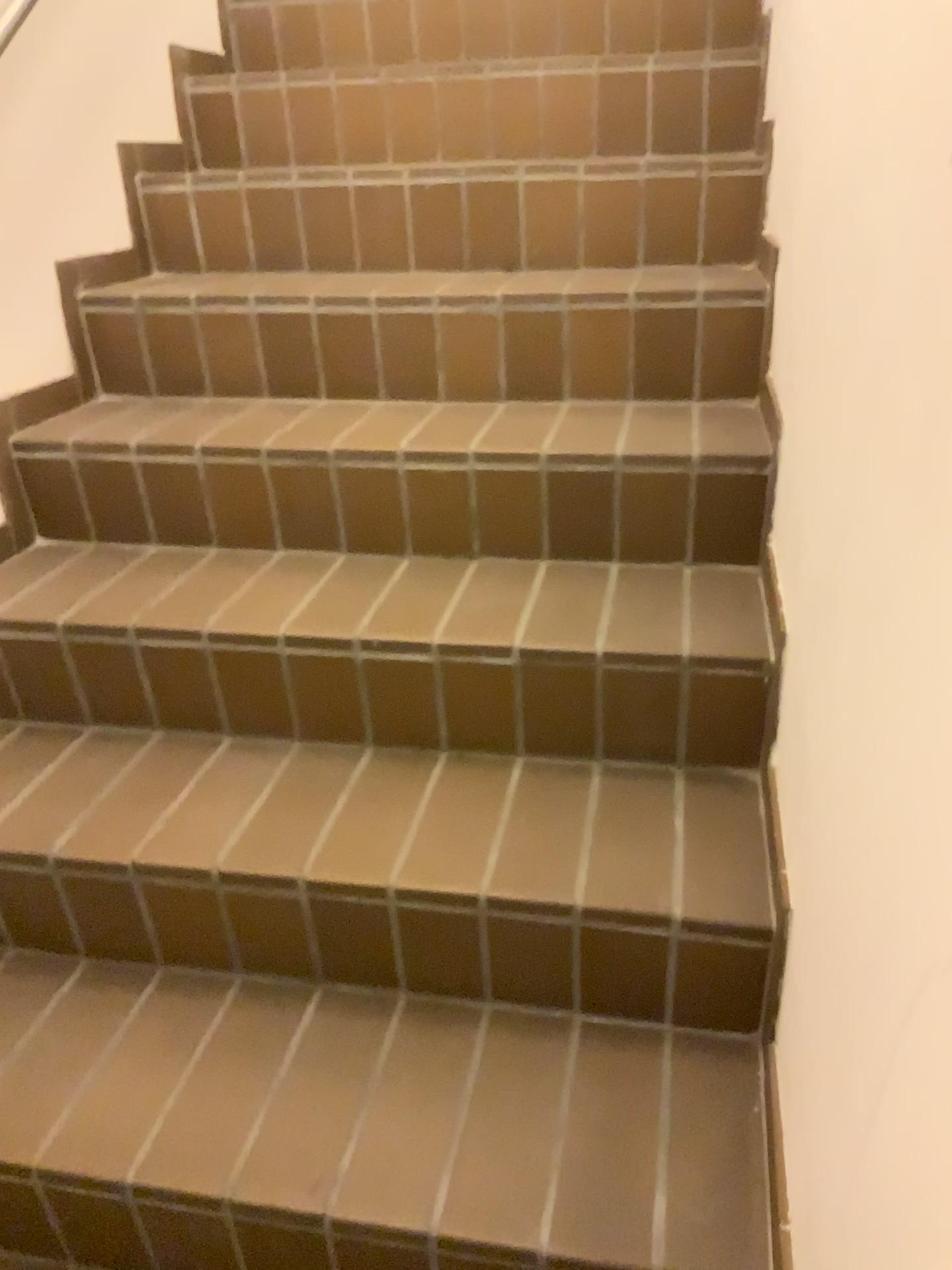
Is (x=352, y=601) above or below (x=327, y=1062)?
above
